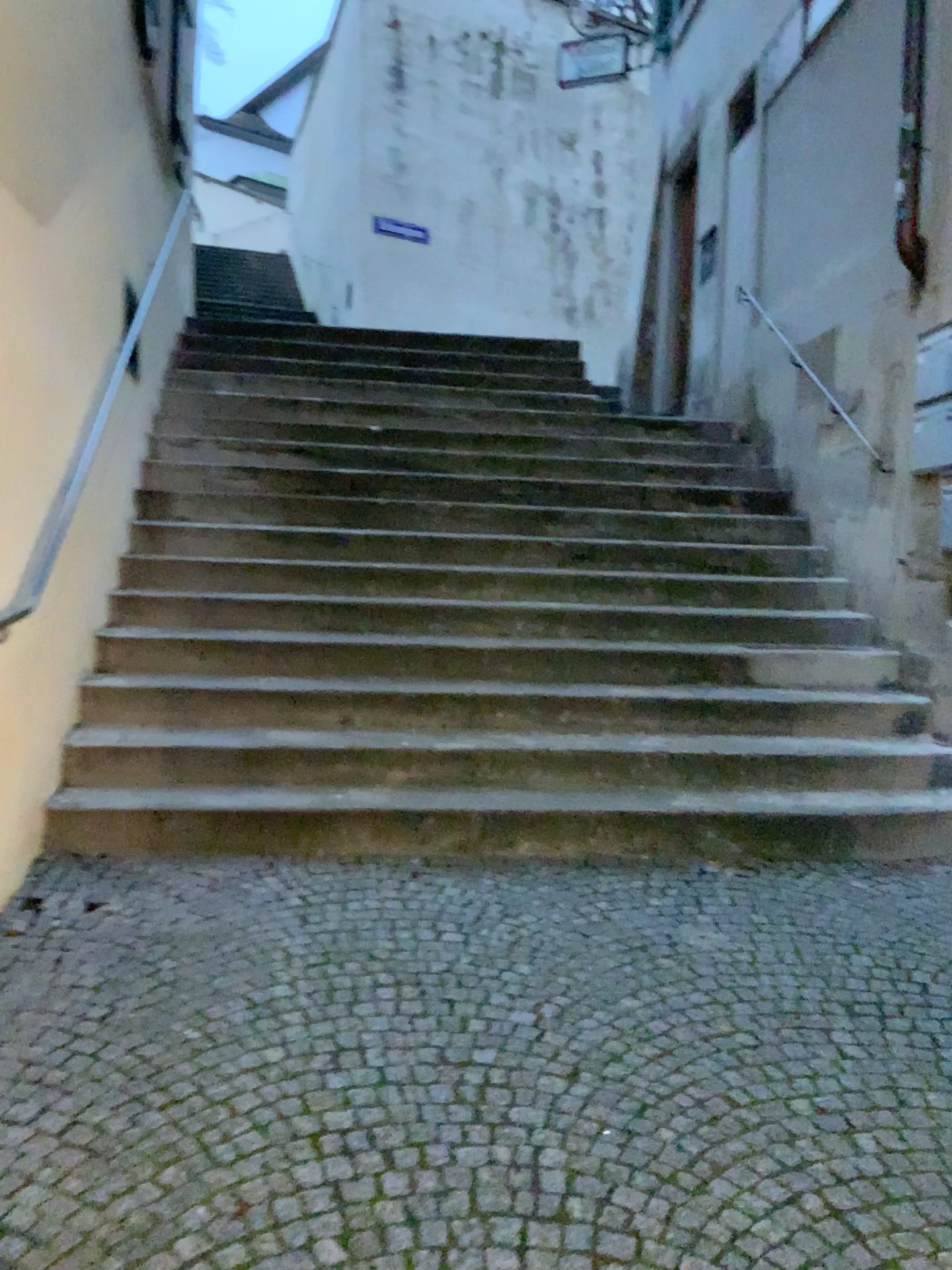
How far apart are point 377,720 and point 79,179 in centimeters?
216cm
